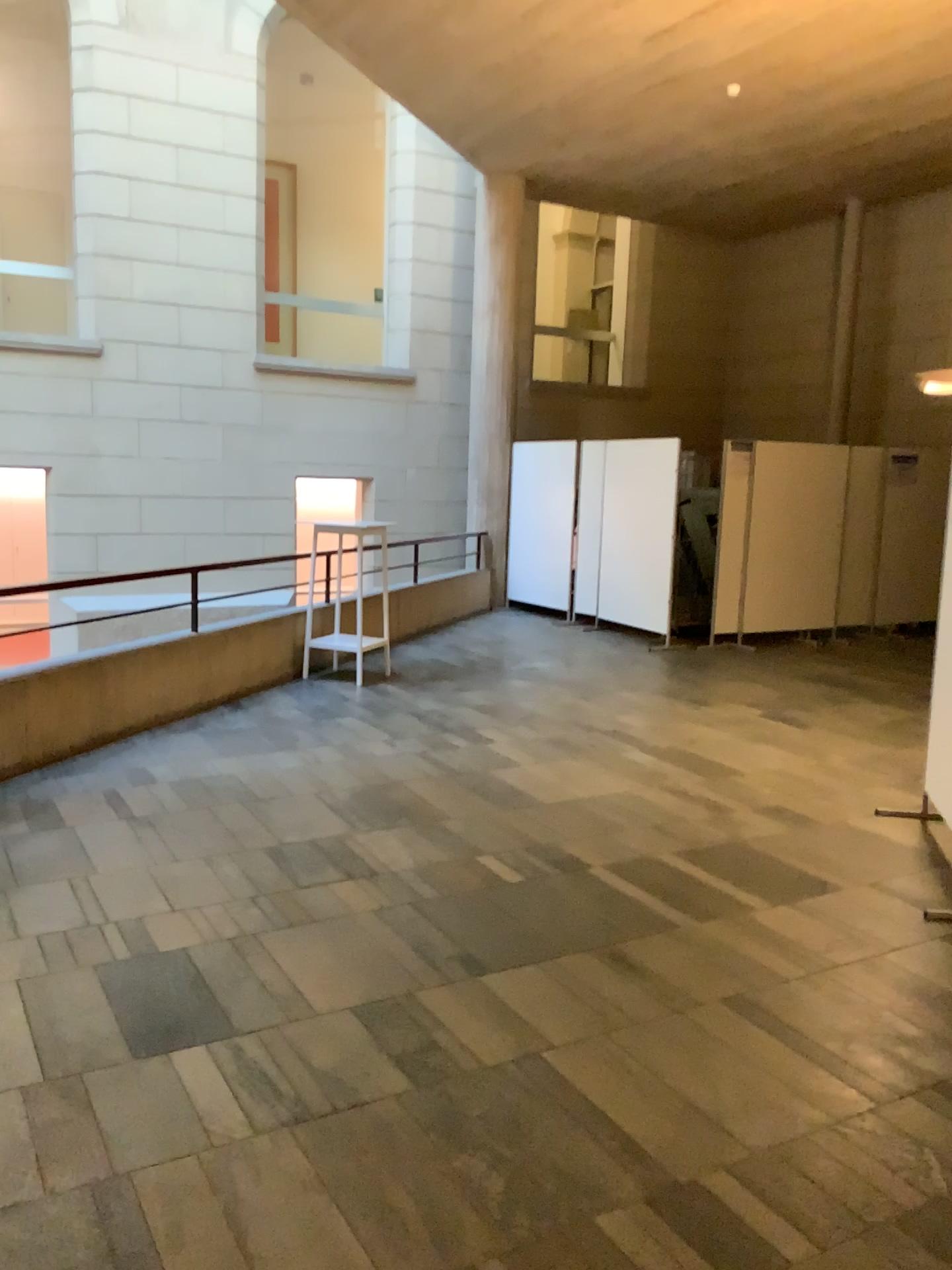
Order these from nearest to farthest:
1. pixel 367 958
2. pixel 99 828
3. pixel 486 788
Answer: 1. pixel 367 958
2. pixel 99 828
3. pixel 486 788
